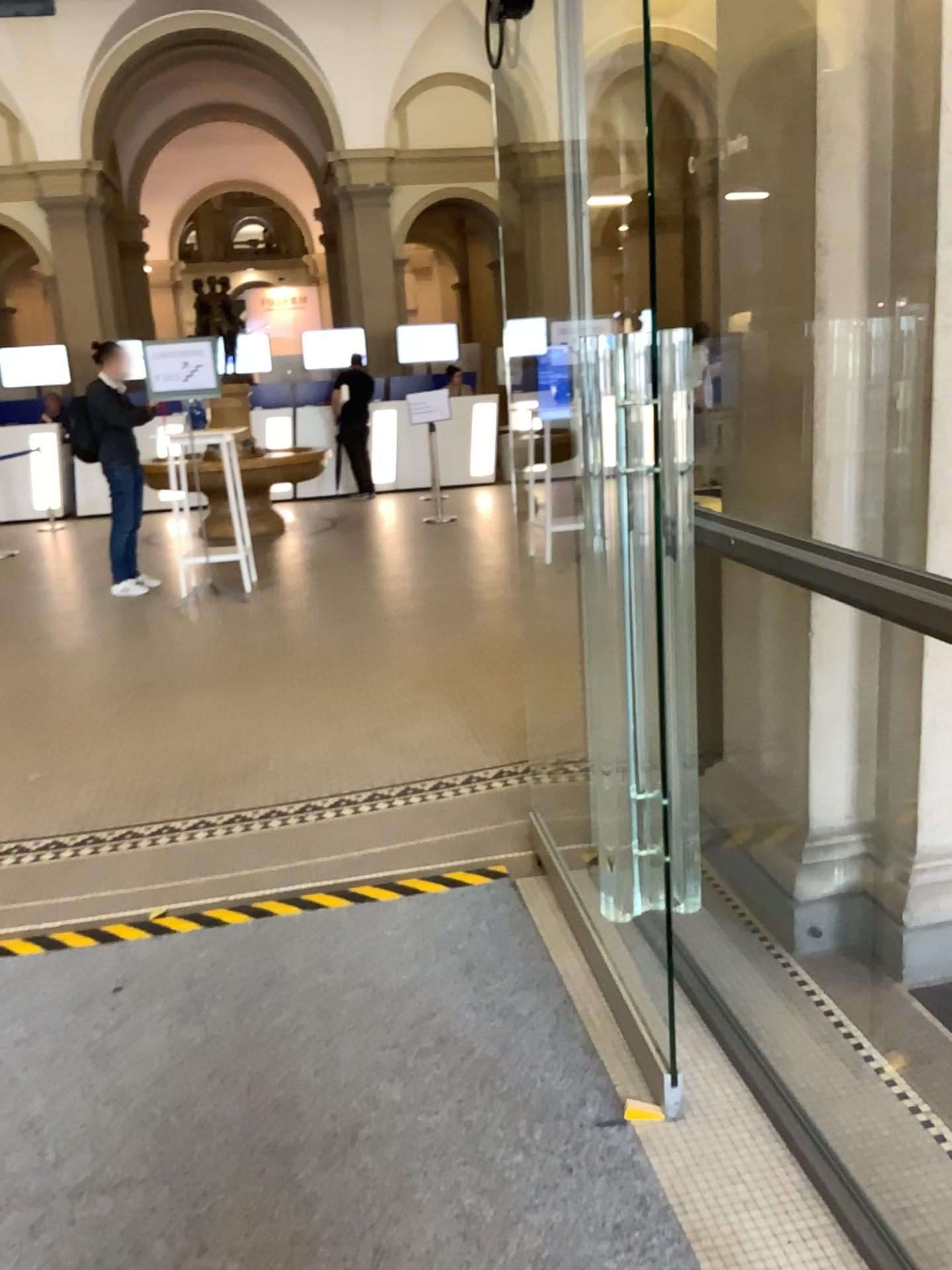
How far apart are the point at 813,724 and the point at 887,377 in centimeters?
85cm
